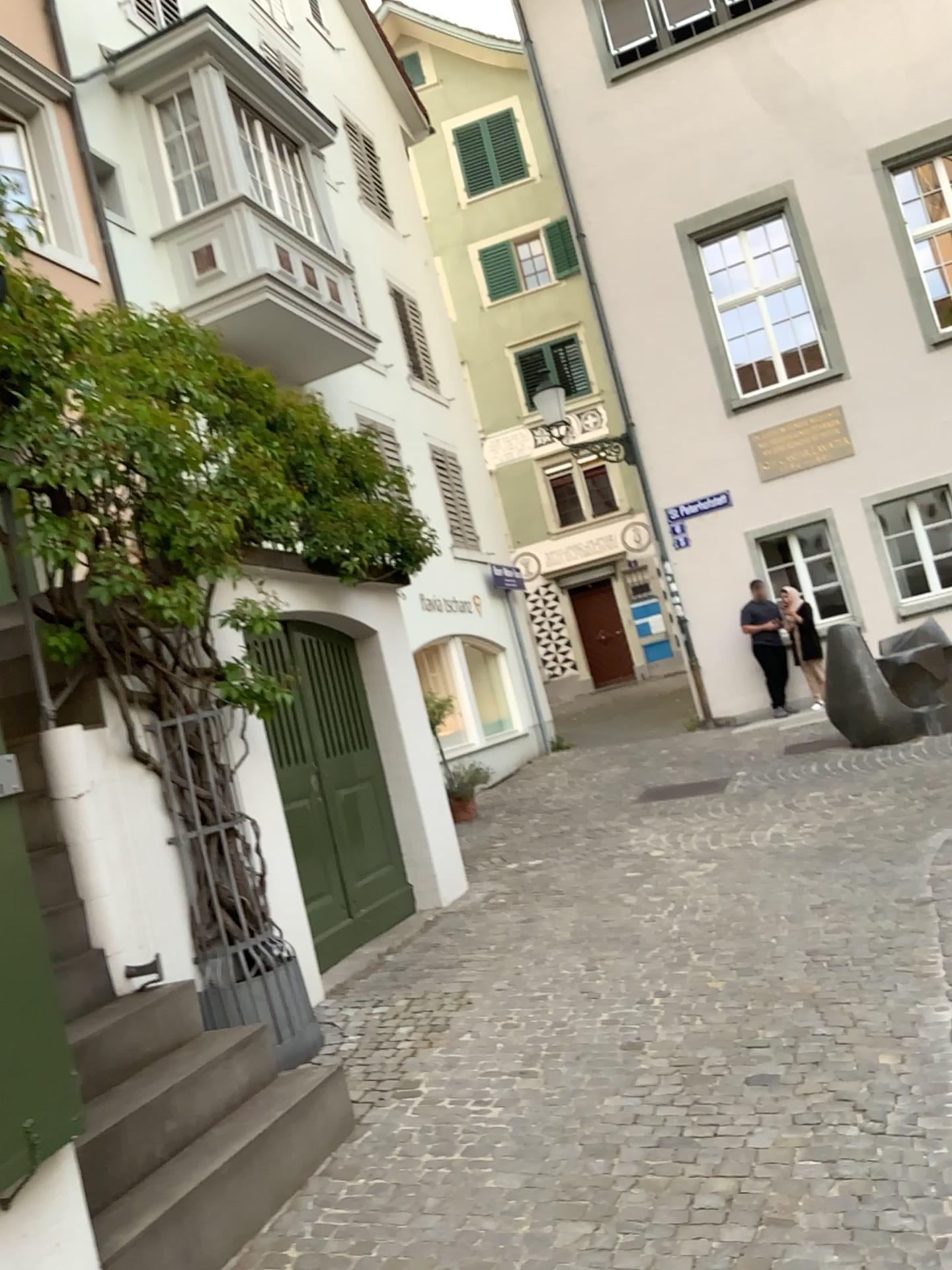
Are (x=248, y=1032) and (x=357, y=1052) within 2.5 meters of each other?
yes
